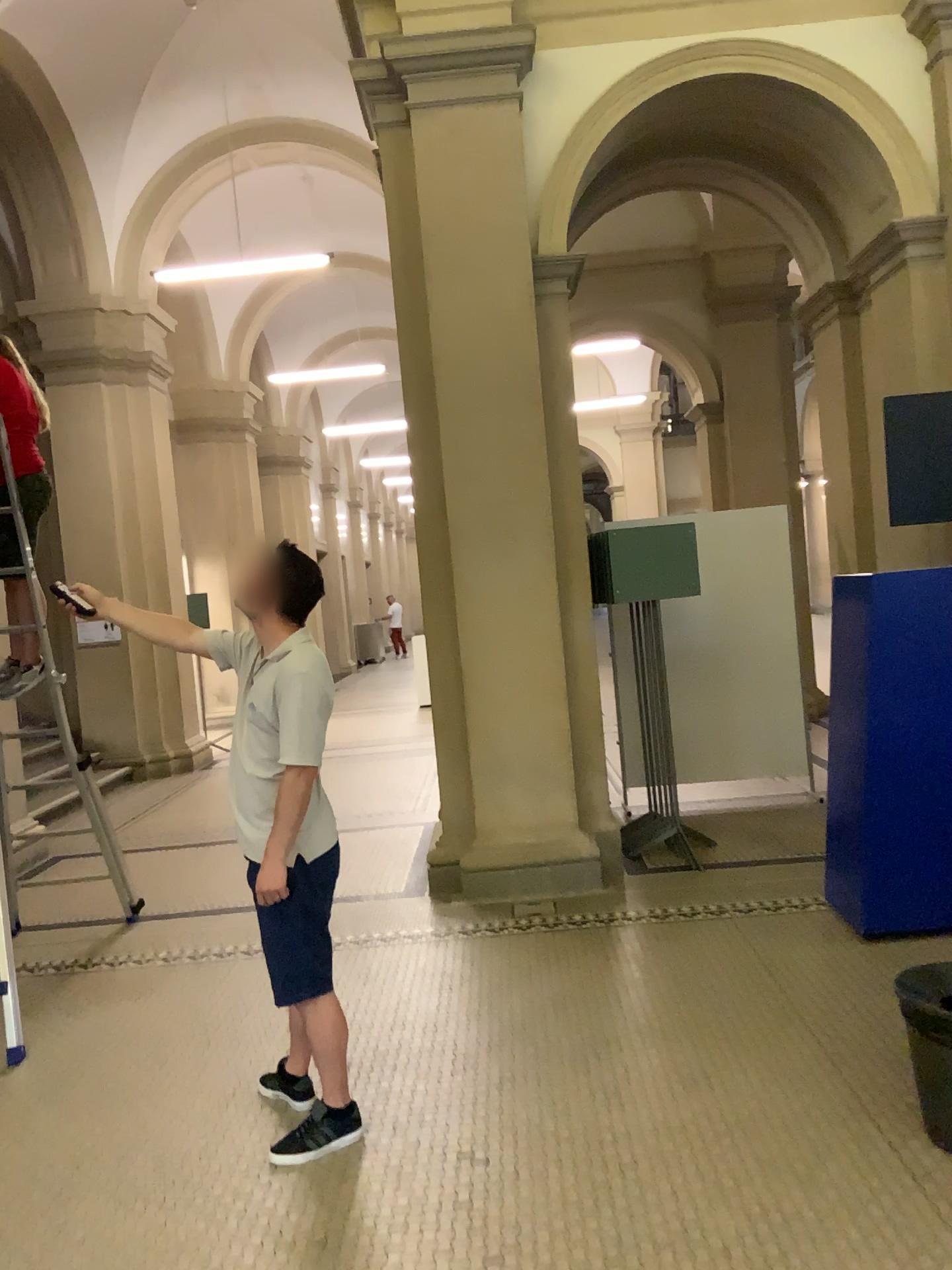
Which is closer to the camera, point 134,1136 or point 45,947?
point 134,1136

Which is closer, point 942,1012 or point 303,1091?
point 942,1012

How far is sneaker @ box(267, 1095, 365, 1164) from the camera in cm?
288

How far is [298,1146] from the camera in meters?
2.9

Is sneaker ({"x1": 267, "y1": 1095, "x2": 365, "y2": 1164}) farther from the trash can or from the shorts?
the trash can

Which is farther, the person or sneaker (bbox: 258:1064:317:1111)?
sneaker (bbox: 258:1064:317:1111)

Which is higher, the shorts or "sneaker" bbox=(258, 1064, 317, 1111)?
the shorts

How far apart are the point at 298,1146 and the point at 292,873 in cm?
75

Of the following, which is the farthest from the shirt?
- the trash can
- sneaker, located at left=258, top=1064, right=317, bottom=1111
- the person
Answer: the trash can

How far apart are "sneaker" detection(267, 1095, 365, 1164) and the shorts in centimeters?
34cm
